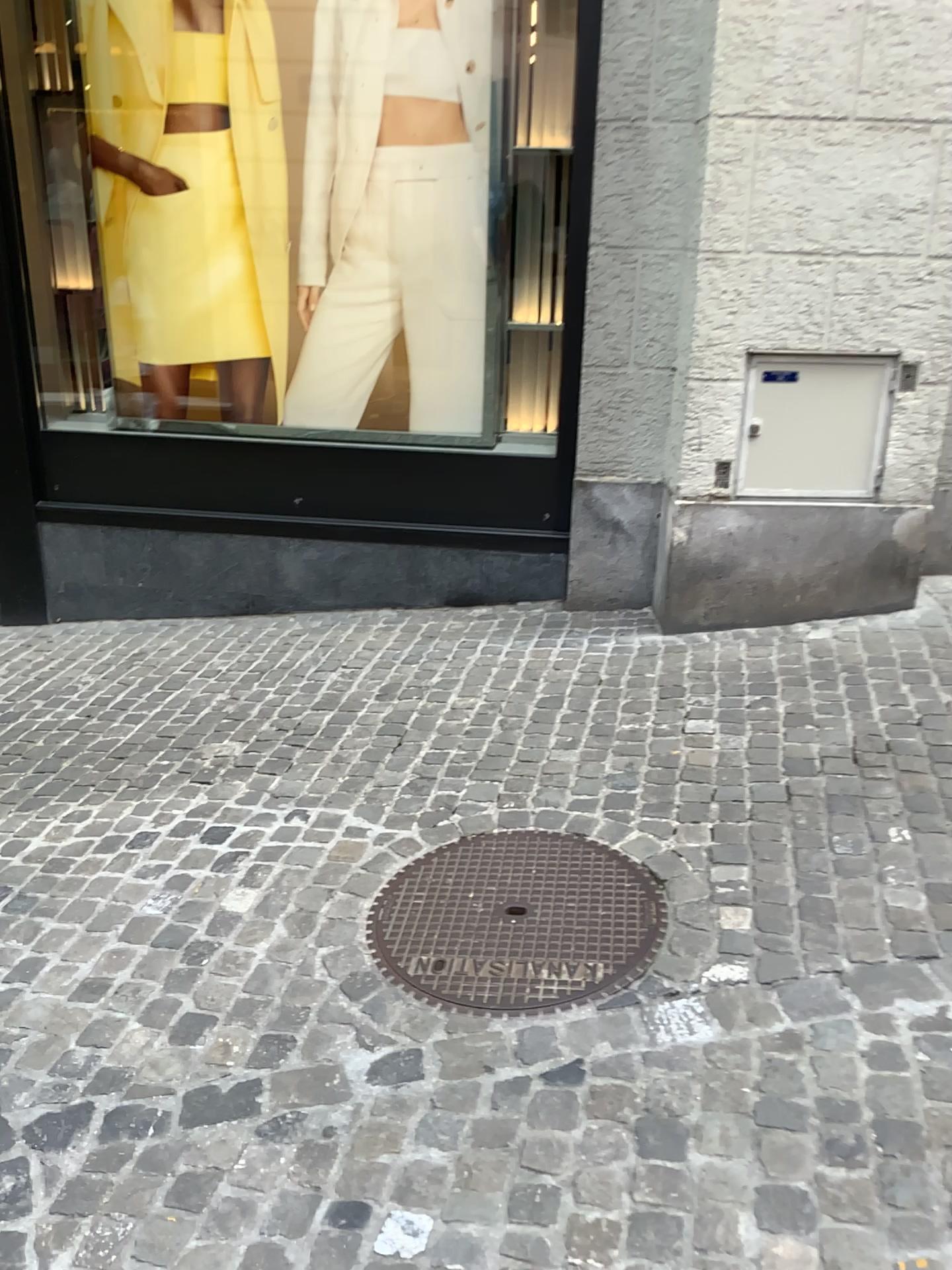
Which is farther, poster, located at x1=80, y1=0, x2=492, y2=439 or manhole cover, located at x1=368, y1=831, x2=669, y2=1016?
poster, located at x1=80, y1=0, x2=492, y2=439

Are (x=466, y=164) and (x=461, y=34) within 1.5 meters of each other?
yes

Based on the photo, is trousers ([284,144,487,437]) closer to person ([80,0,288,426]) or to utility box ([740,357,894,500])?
person ([80,0,288,426])

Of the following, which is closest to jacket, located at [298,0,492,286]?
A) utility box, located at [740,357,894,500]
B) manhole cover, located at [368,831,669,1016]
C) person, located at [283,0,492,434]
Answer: person, located at [283,0,492,434]

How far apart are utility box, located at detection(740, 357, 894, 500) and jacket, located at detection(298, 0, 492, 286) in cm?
153

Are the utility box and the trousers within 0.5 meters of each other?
no

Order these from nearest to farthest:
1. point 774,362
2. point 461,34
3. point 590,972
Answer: point 590,972 → point 774,362 → point 461,34

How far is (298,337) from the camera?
4.5 meters

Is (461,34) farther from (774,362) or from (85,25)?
(774,362)

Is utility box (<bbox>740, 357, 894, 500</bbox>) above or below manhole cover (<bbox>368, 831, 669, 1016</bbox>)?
above
